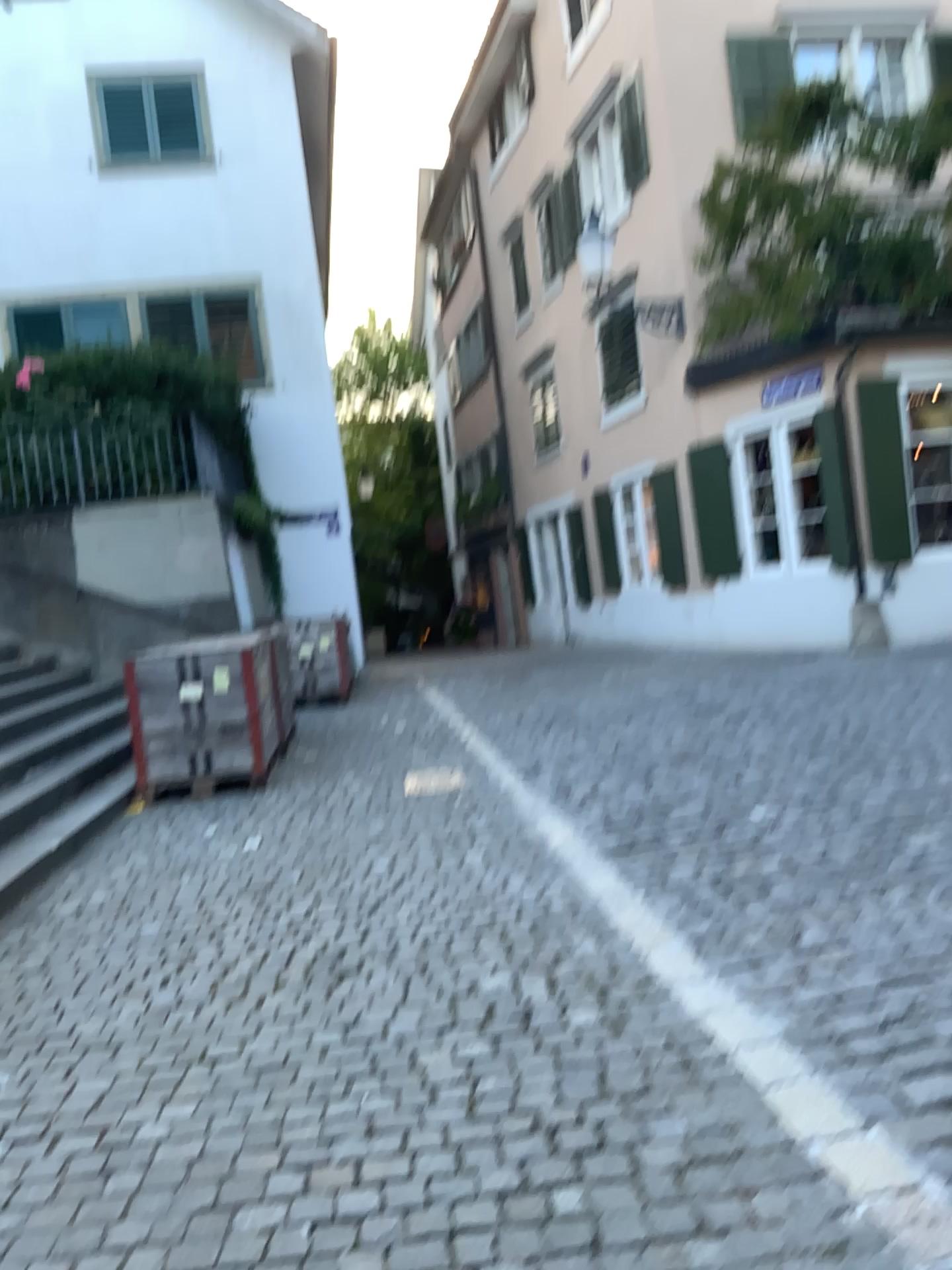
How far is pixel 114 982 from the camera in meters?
3.7 m
